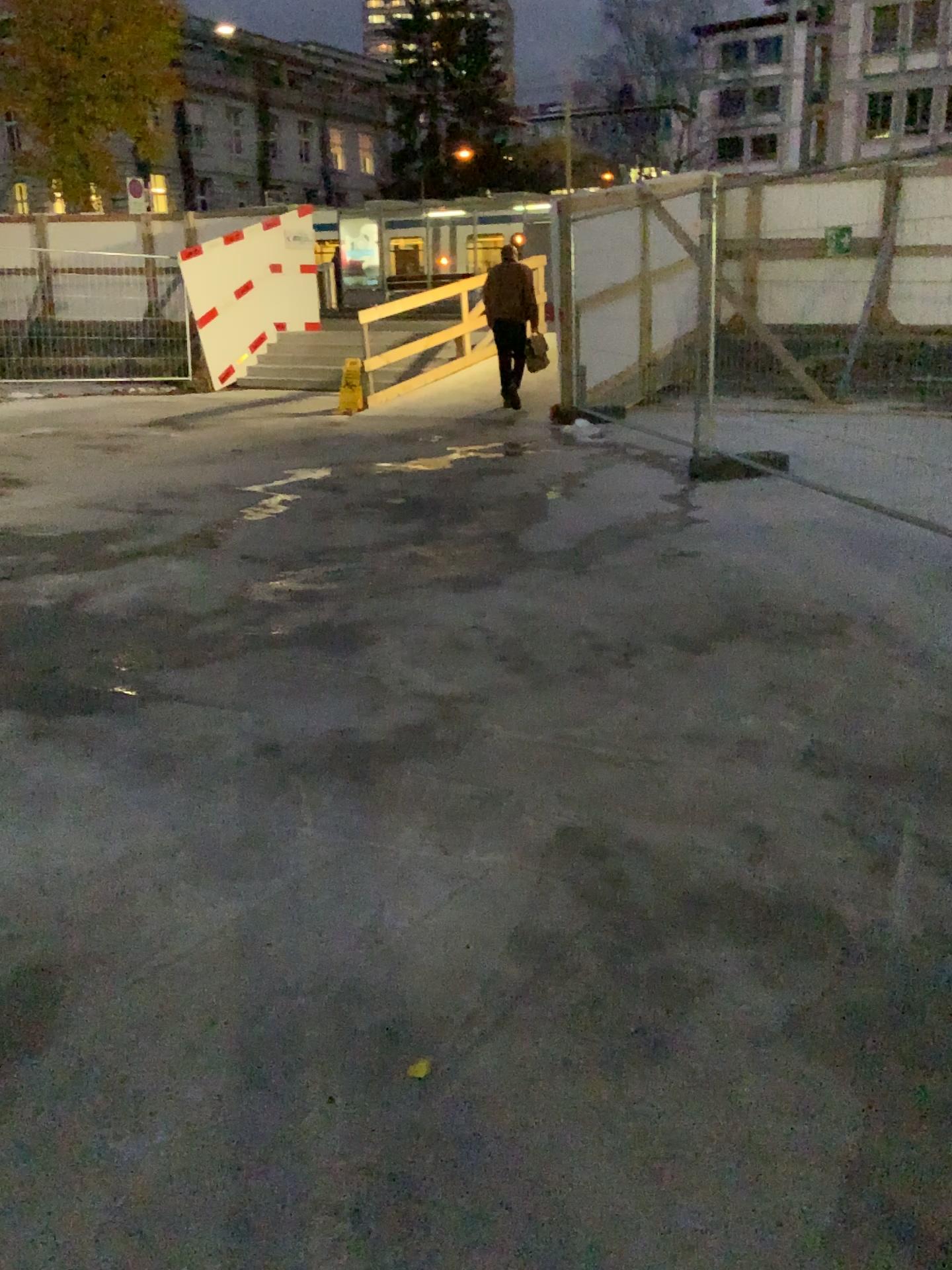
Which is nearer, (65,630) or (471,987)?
(471,987)
